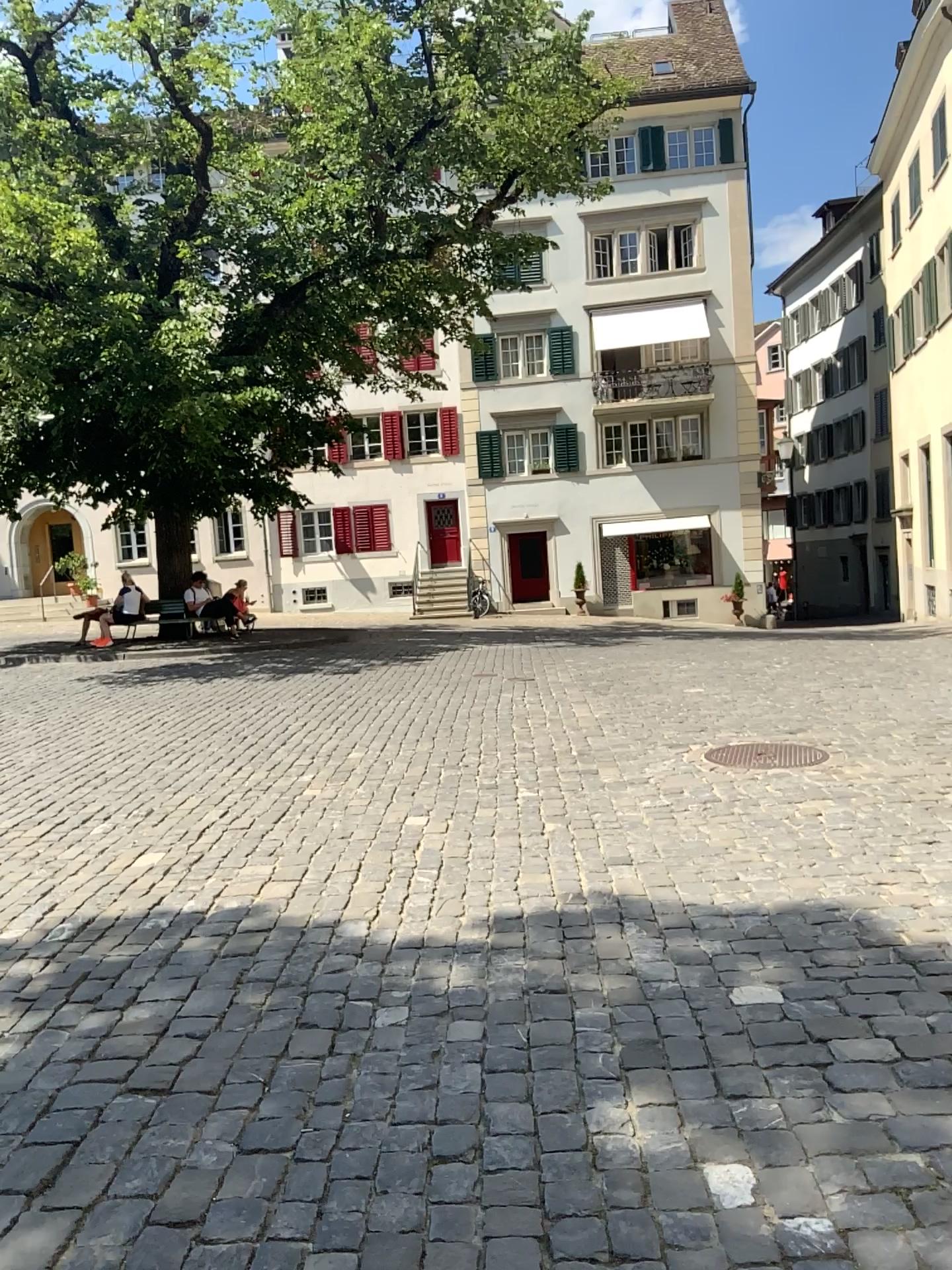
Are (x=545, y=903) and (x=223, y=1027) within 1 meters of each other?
no
